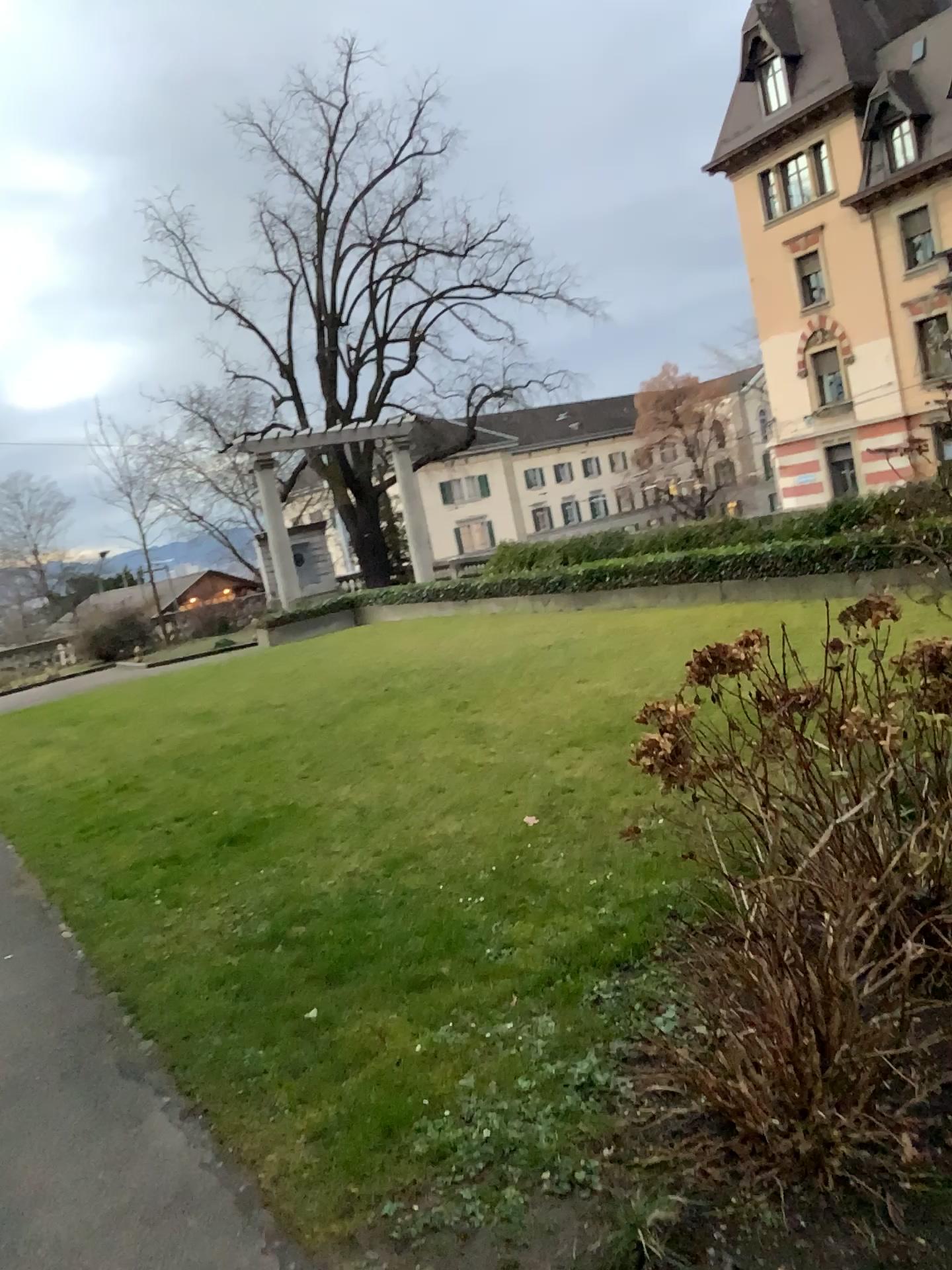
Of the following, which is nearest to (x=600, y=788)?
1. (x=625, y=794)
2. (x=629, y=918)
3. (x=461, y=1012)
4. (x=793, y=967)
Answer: (x=625, y=794)
